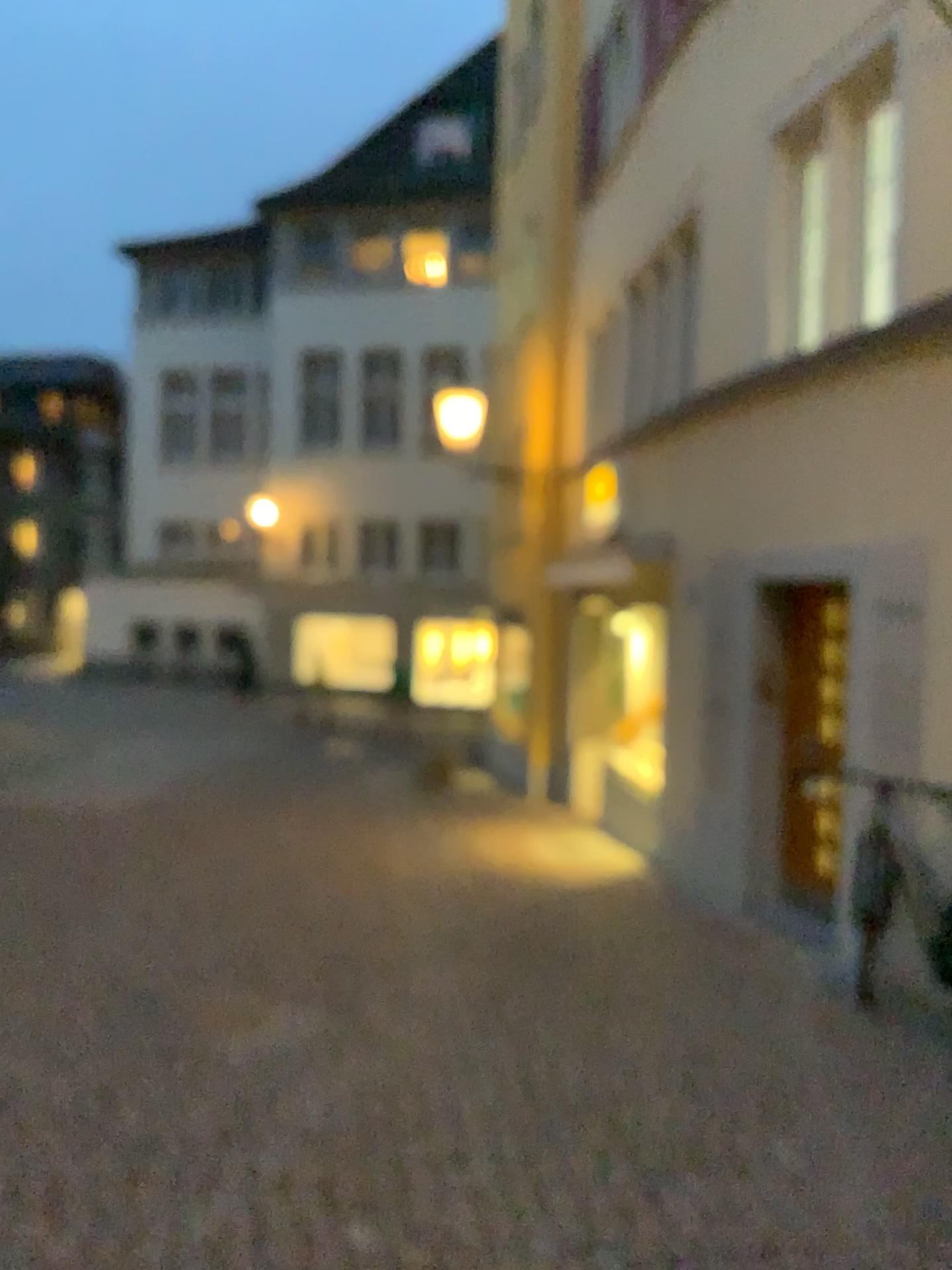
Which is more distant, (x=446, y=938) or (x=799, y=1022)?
(x=446, y=938)
